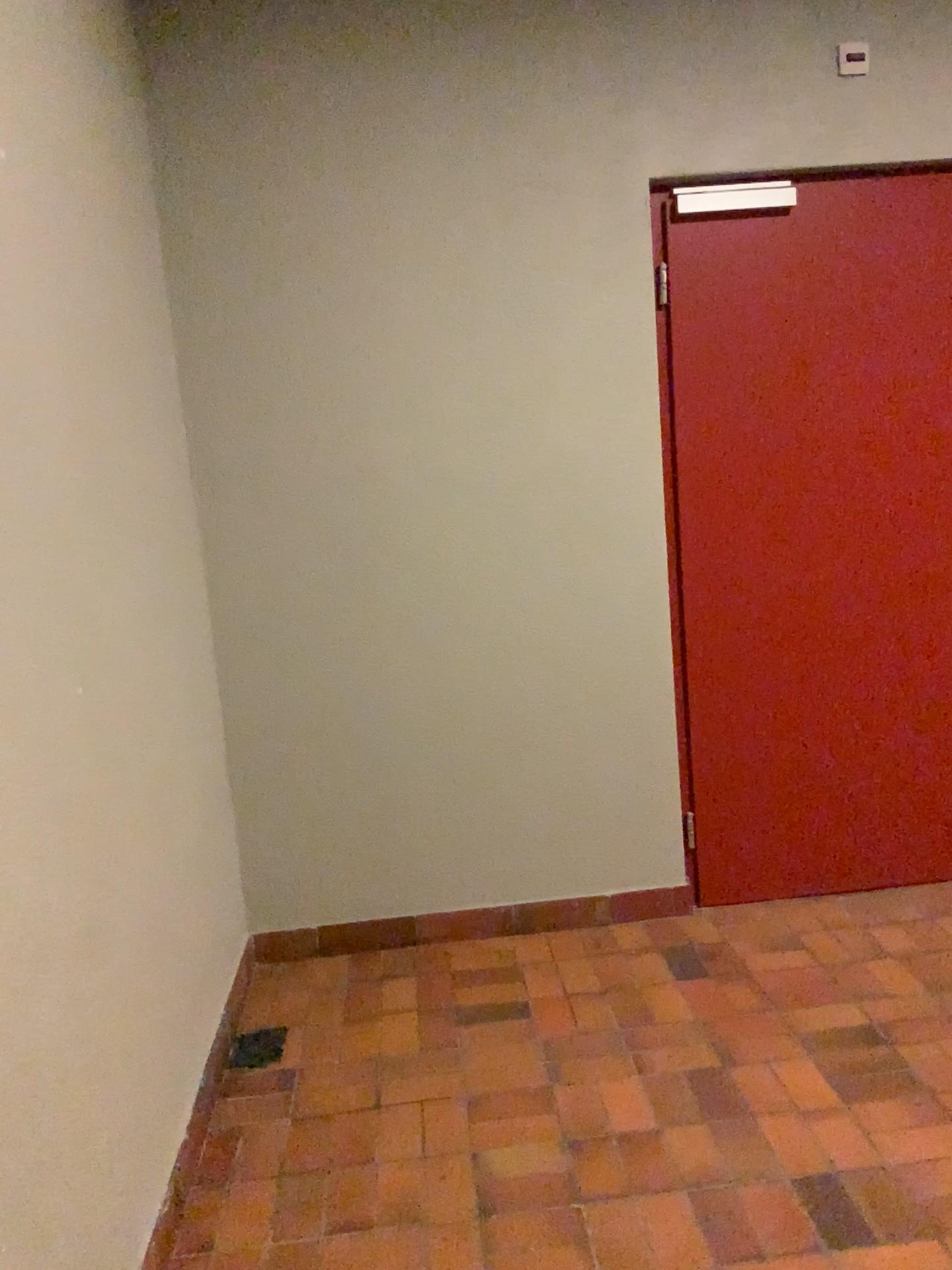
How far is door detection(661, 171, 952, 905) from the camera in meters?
3.1

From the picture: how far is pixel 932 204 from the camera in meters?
3.1

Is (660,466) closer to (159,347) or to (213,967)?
(159,347)
